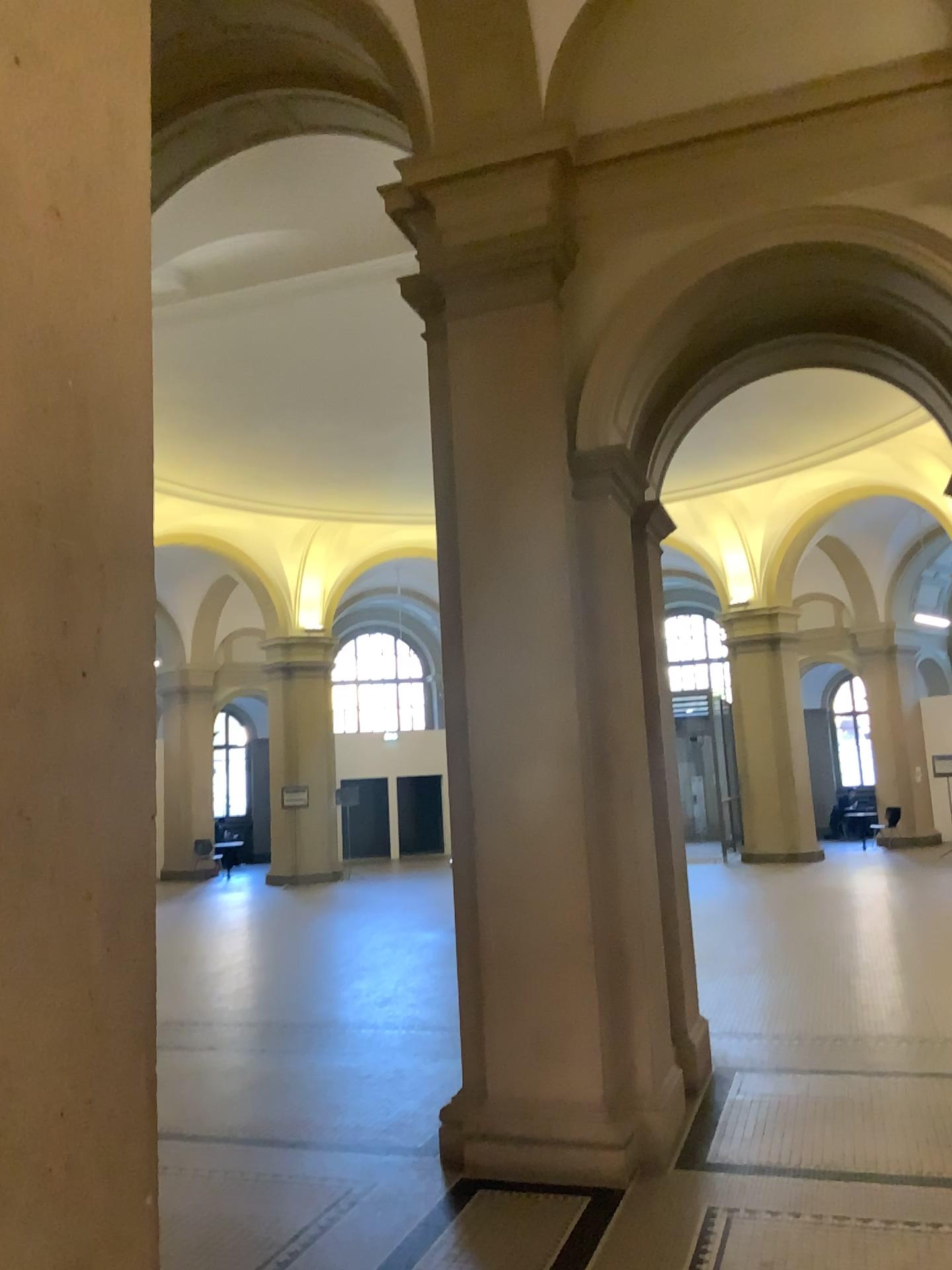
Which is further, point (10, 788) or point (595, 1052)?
point (595, 1052)

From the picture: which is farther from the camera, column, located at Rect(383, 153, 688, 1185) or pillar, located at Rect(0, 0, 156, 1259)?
column, located at Rect(383, 153, 688, 1185)

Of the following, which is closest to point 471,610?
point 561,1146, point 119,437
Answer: point 561,1146

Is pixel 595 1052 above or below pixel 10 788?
below

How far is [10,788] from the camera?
1.23m

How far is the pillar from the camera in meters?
1.2
